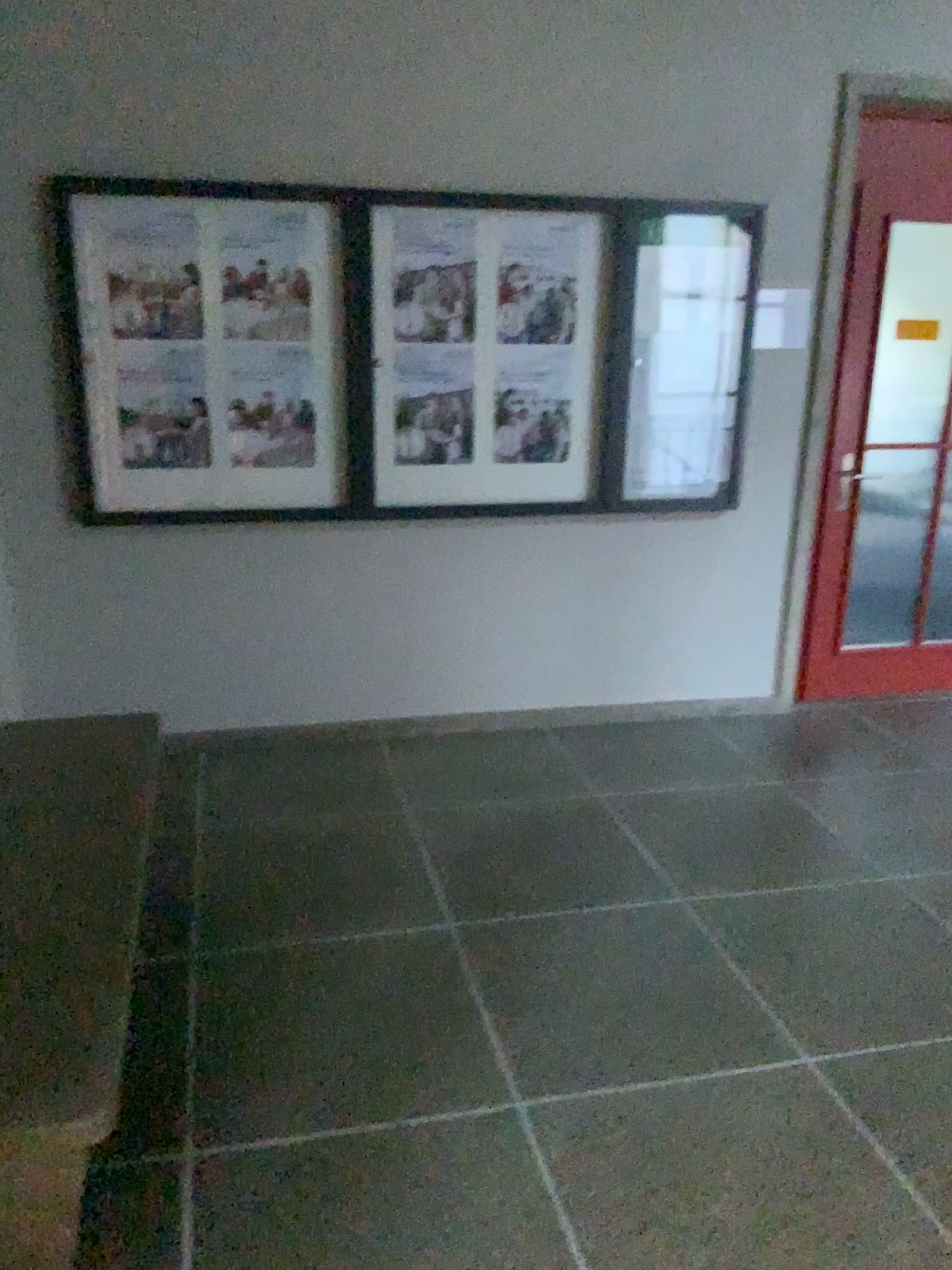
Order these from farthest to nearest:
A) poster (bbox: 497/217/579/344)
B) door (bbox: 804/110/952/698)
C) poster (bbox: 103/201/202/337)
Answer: door (bbox: 804/110/952/698), poster (bbox: 497/217/579/344), poster (bbox: 103/201/202/337)

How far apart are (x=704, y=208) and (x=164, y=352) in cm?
202

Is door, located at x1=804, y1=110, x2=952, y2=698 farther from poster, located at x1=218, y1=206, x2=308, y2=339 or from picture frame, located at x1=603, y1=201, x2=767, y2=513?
poster, located at x1=218, y1=206, x2=308, y2=339

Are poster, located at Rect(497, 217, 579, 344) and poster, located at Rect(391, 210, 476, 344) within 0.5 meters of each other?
yes

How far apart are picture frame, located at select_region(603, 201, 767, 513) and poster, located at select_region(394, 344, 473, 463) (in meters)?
0.56

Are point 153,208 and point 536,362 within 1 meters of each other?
no

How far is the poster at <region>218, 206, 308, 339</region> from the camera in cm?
356

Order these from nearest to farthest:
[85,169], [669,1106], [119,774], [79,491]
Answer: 1. [669,1106]
2. [119,774]
3. [85,169]
4. [79,491]

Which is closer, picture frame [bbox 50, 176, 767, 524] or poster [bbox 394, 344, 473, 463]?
picture frame [bbox 50, 176, 767, 524]

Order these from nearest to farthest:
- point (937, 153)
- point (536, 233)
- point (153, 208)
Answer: point (153, 208)
point (536, 233)
point (937, 153)
